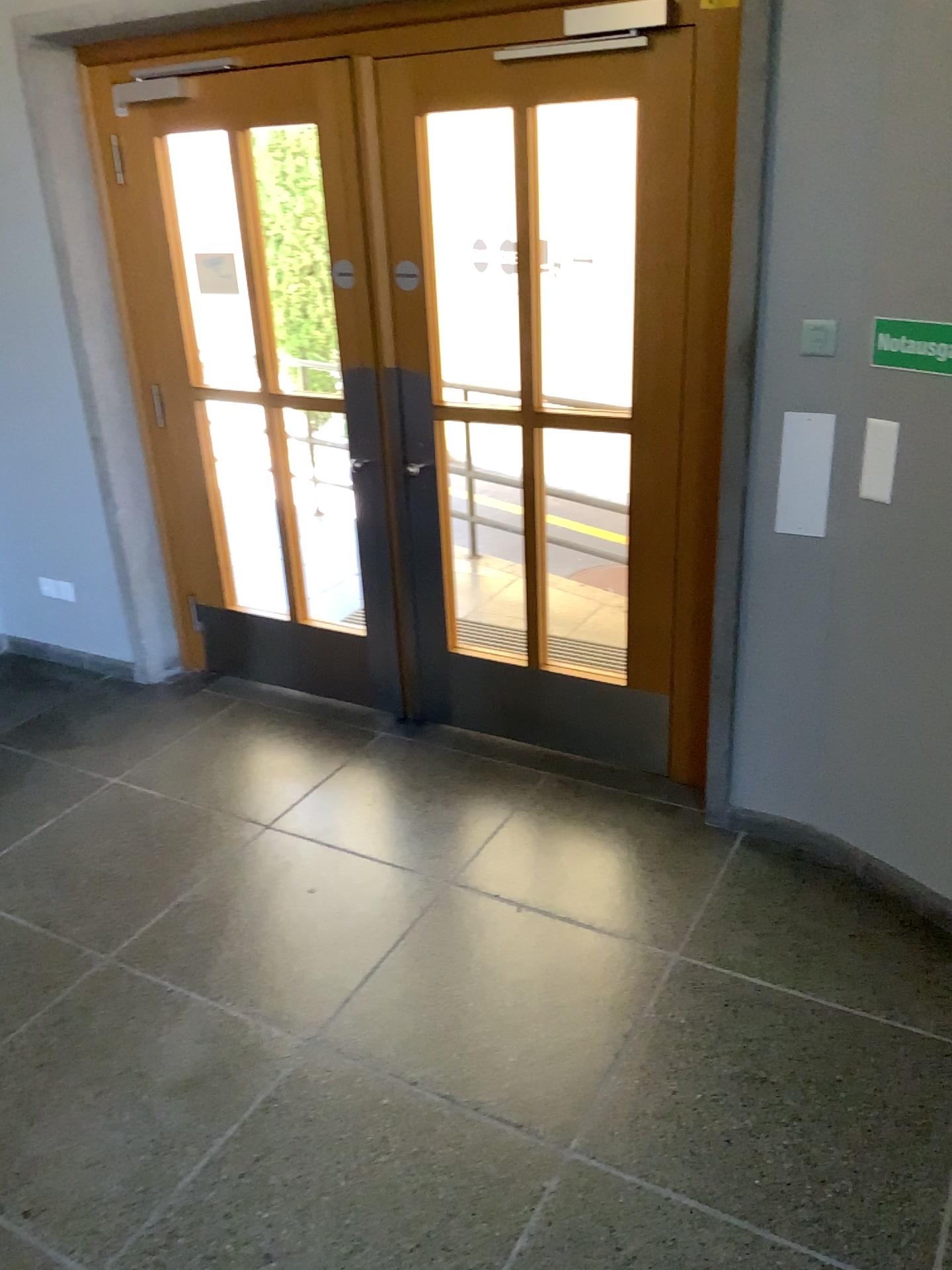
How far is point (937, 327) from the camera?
→ 2.50m

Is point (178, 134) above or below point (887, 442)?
above

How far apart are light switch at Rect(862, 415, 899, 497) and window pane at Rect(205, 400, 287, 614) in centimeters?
223cm

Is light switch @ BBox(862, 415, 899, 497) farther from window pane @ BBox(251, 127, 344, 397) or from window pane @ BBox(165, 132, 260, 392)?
window pane @ BBox(165, 132, 260, 392)

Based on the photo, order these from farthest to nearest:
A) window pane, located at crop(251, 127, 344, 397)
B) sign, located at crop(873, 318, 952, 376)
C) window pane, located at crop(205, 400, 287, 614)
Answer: window pane, located at crop(205, 400, 287, 614), window pane, located at crop(251, 127, 344, 397), sign, located at crop(873, 318, 952, 376)

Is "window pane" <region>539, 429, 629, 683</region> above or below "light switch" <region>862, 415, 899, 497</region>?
below

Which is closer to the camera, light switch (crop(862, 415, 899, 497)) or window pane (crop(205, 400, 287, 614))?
light switch (crop(862, 415, 899, 497))

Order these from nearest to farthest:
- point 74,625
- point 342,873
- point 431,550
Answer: point 342,873, point 431,550, point 74,625

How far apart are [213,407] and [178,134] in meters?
0.9

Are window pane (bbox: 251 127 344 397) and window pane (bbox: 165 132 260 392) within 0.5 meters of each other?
yes
